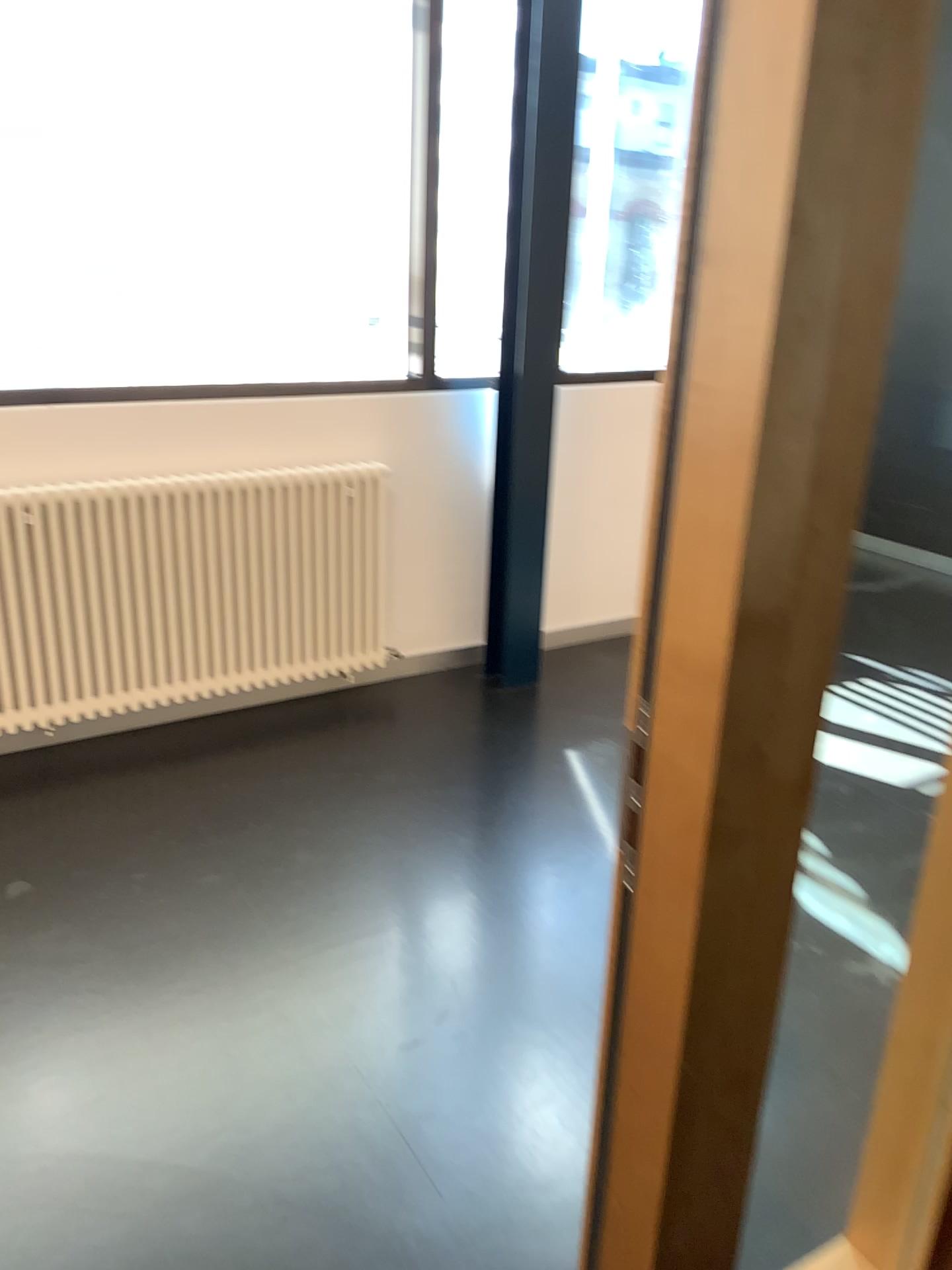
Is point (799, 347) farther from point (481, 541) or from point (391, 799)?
point (481, 541)

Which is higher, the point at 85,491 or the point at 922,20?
the point at 922,20

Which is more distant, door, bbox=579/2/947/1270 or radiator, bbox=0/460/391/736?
radiator, bbox=0/460/391/736

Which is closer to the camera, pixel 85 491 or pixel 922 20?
pixel 922 20
